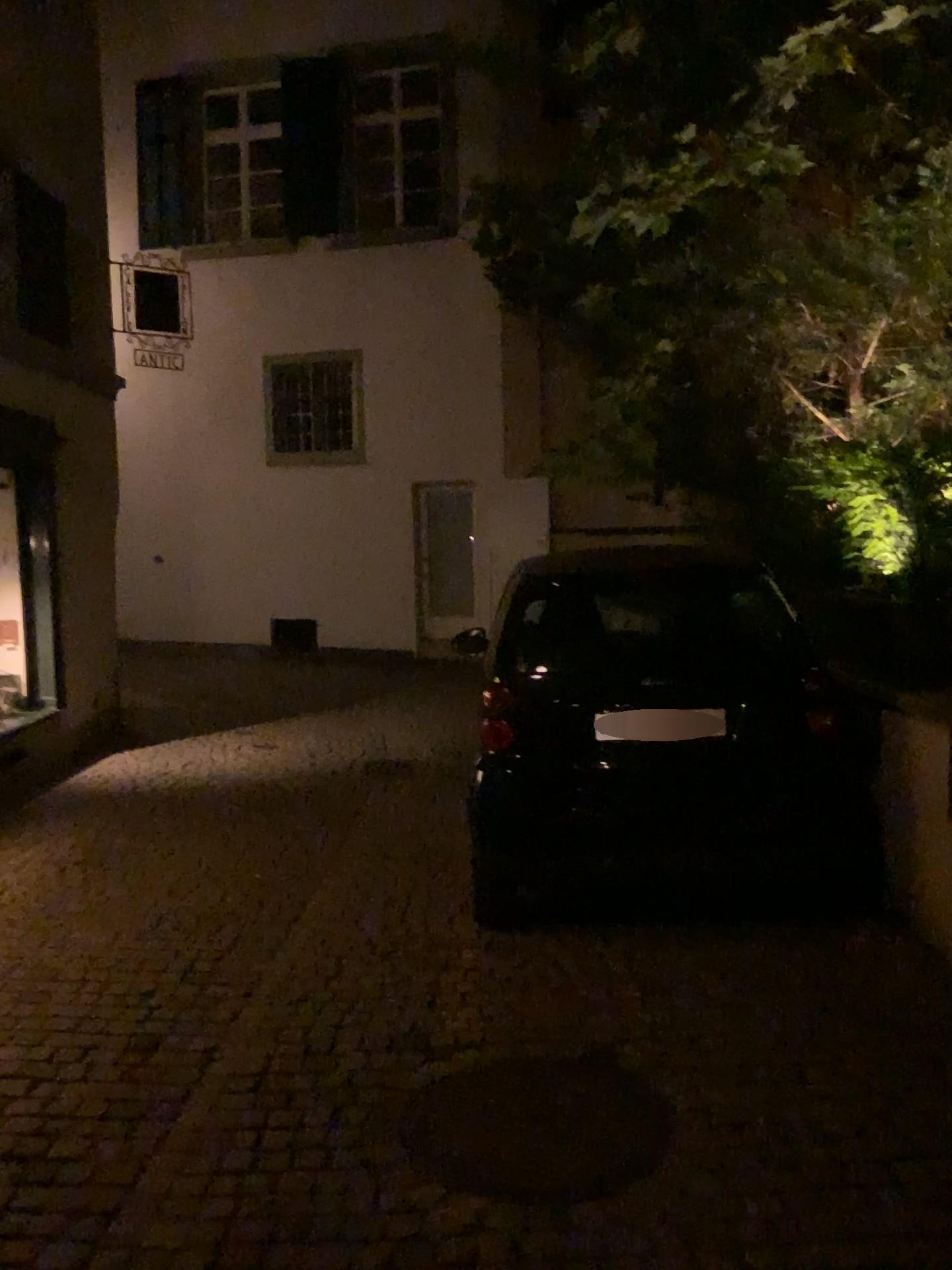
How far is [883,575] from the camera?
4.57m
